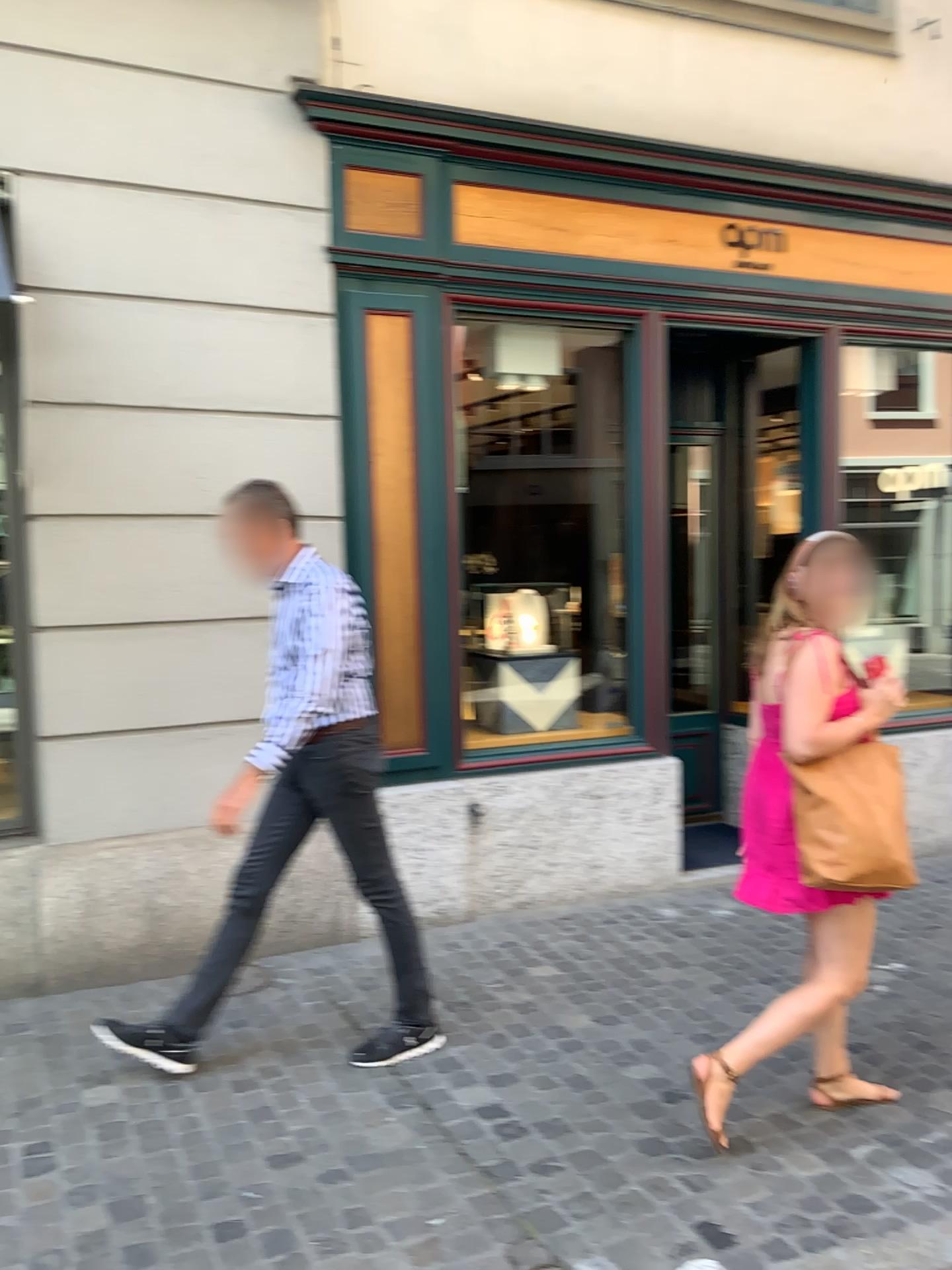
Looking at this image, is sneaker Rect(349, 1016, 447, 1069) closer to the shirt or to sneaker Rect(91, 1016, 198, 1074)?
sneaker Rect(91, 1016, 198, 1074)

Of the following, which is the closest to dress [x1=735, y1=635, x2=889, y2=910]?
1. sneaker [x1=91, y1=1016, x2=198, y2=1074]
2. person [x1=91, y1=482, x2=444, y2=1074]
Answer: person [x1=91, y1=482, x2=444, y2=1074]

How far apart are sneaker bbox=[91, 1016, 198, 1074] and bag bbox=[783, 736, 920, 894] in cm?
198

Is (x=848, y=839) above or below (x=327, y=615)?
below

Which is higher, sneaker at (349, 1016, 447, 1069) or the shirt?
the shirt

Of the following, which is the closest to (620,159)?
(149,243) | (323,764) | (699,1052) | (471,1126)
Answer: (149,243)

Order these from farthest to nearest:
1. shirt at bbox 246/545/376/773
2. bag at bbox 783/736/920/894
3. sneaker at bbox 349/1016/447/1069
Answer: sneaker at bbox 349/1016/447/1069 < shirt at bbox 246/545/376/773 < bag at bbox 783/736/920/894

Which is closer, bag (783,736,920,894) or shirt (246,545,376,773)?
bag (783,736,920,894)

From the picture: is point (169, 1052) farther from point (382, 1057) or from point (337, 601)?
point (337, 601)

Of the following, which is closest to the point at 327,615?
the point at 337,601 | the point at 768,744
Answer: the point at 337,601
